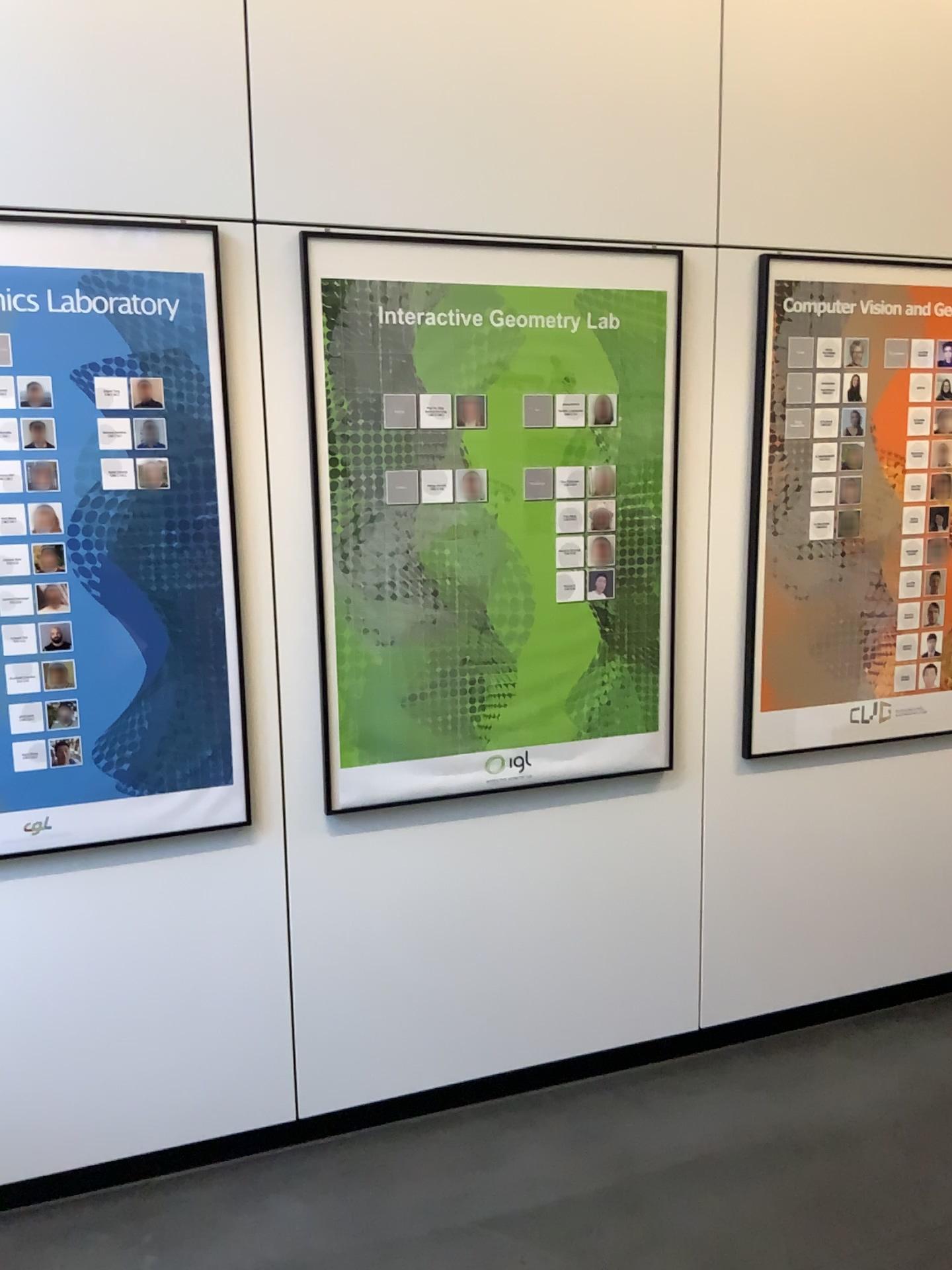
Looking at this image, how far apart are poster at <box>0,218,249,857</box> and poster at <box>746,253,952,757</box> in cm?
134

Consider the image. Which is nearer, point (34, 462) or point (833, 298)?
point (34, 462)

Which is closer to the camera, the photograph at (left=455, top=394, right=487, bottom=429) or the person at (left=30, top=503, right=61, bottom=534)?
the person at (left=30, top=503, right=61, bottom=534)

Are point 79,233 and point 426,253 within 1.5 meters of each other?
yes

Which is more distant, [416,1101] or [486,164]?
[416,1101]

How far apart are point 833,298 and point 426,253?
1.1m

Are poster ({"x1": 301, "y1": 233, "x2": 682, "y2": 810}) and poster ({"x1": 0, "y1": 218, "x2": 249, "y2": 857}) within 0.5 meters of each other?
yes

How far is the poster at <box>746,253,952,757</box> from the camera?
2.71m

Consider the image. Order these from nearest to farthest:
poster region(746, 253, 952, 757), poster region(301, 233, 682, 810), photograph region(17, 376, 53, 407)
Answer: photograph region(17, 376, 53, 407) < poster region(301, 233, 682, 810) < poster region(746, 253, 952, 757)

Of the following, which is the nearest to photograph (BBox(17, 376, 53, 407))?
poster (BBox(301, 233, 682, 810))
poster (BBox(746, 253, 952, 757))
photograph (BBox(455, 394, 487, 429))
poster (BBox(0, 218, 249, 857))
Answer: poster (BBox(0, 218, 249, 857))
